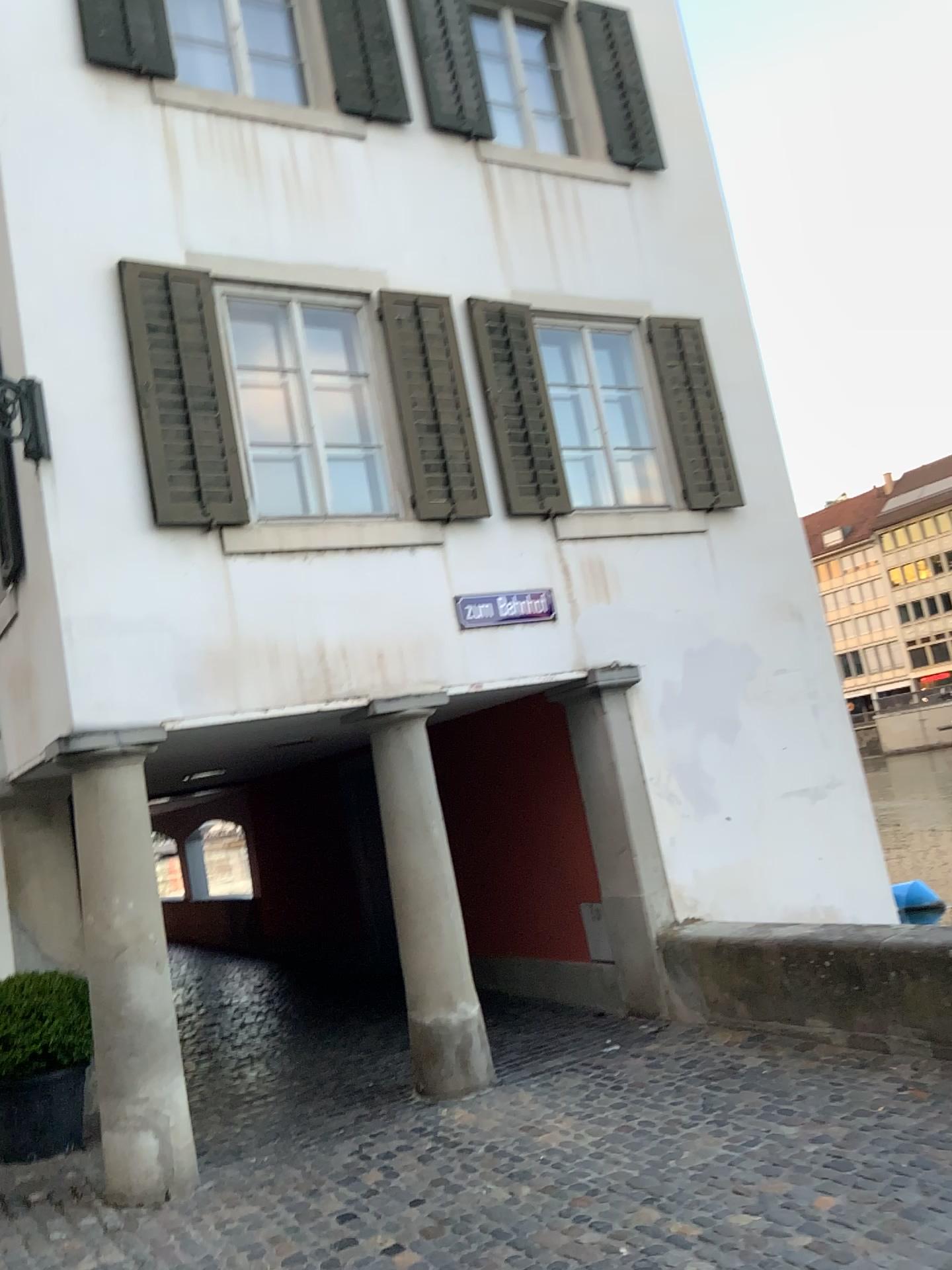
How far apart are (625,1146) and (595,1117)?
0.44m
